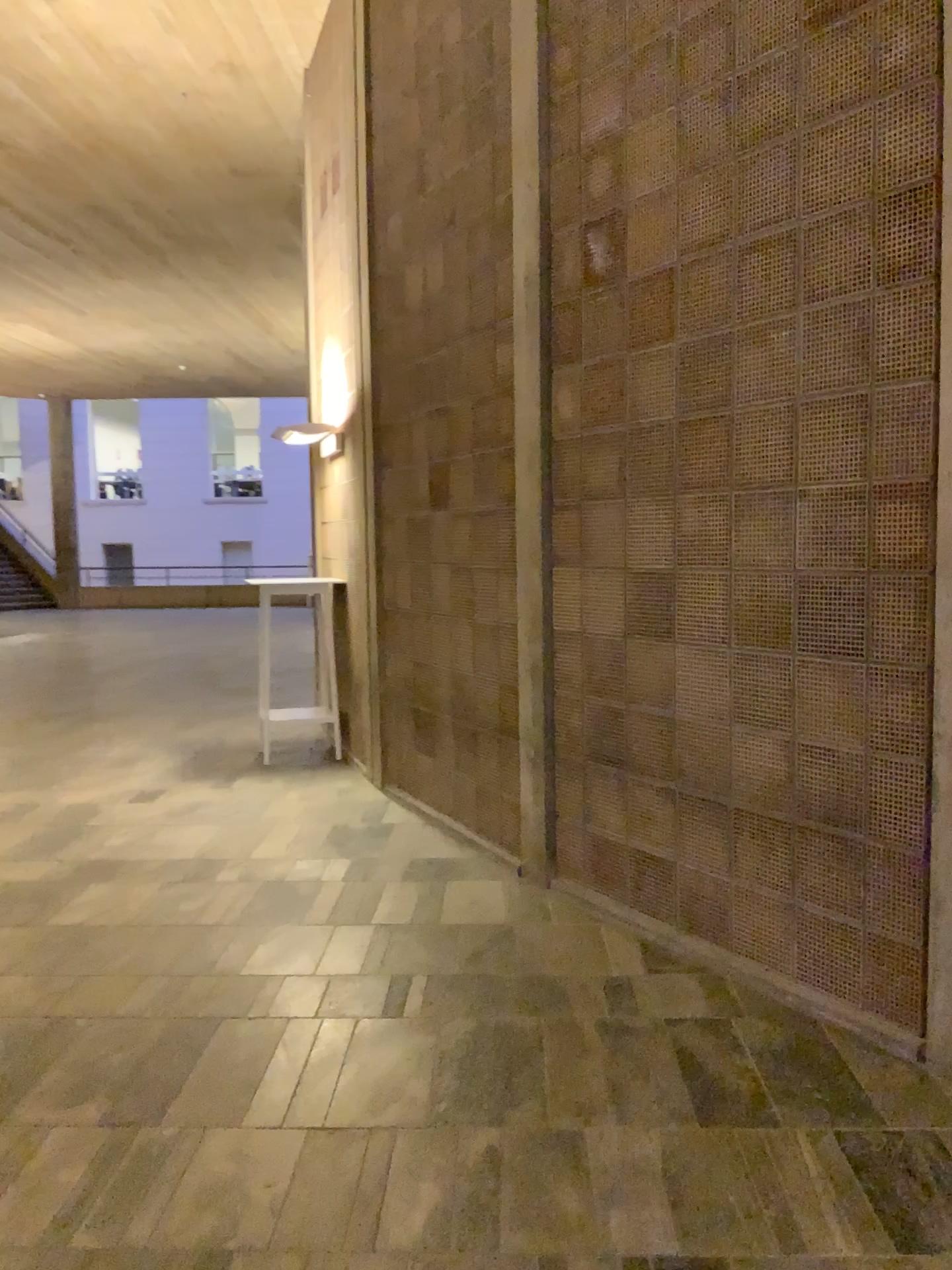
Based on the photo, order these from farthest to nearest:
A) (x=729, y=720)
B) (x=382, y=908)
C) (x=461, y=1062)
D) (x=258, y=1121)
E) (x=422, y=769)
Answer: (x=422, y=769) < (x=382, y=908) < (x=729, y=720) < (x=461, y=1062) < (x=258, y=1121)
